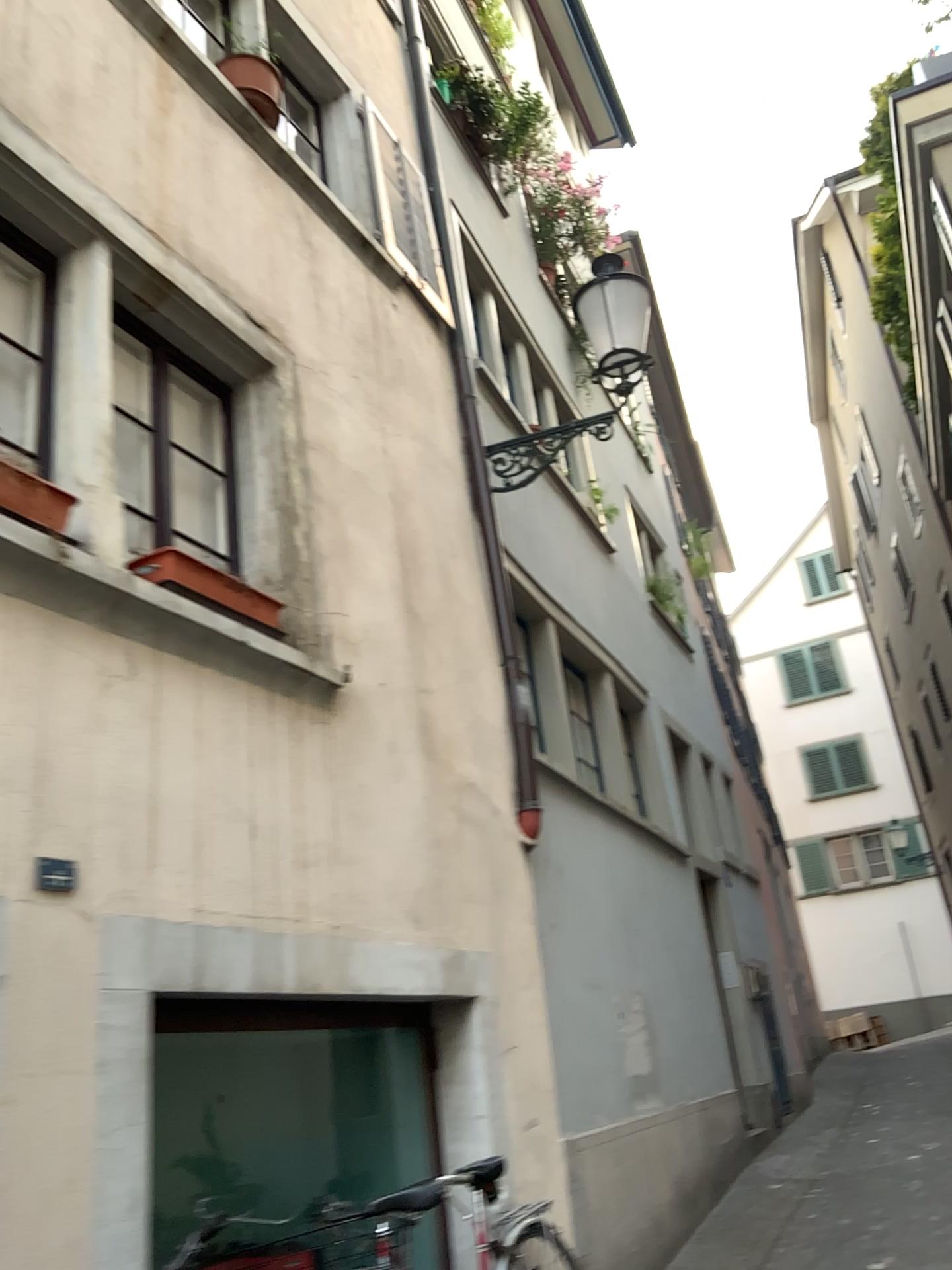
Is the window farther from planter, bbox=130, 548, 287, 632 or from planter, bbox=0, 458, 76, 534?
planter, bbox=0, 458, 76, 534

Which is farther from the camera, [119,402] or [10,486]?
[119,402]

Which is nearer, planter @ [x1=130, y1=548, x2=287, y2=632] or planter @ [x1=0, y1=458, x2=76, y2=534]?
planter @ [x1=0, y1=458, x2=76, y2=534]

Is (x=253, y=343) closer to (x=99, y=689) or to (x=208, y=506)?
(x=208, y=506)

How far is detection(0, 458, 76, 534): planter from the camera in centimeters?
279cm

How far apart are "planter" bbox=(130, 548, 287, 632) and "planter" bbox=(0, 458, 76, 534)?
0.4 meters

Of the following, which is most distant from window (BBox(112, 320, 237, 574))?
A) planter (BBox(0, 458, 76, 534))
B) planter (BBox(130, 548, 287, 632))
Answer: planter (BBox(0, 458, 76, 534))

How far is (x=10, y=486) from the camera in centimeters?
279cm

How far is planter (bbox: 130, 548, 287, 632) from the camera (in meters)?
3.32

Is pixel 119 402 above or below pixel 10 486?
above
